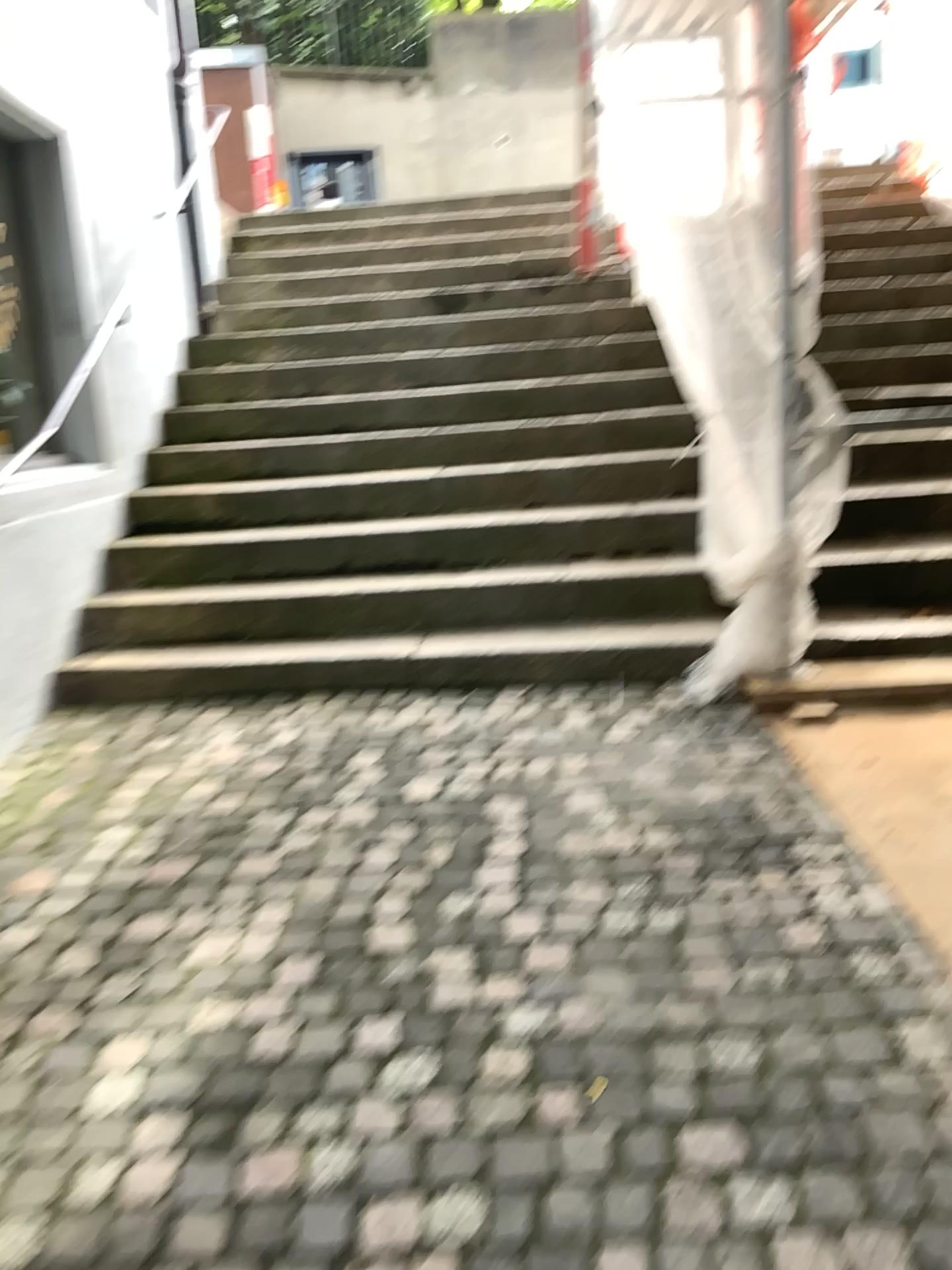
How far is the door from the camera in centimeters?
425cm

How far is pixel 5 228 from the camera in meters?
4.2 m

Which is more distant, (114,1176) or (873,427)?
(873,427)
